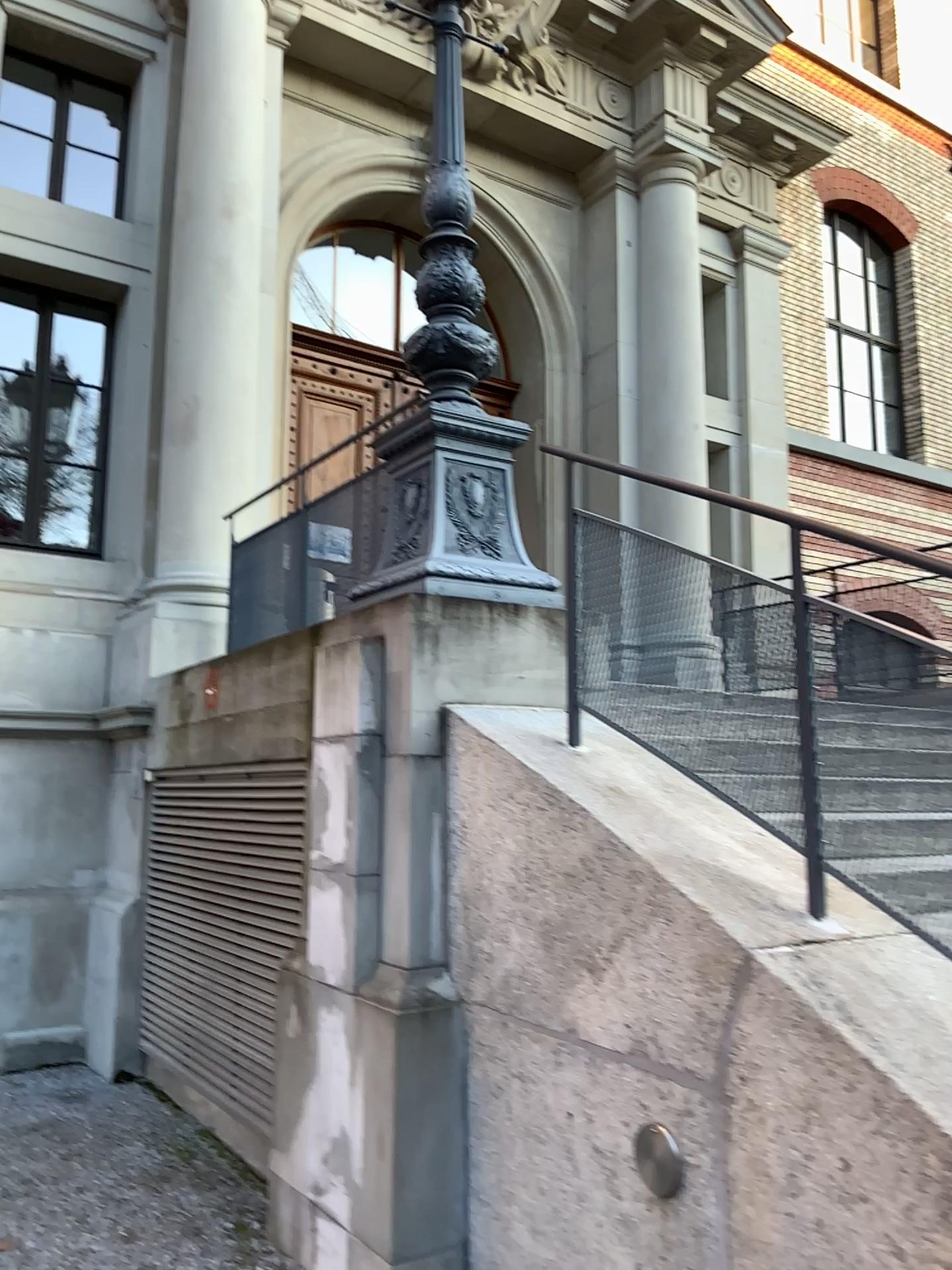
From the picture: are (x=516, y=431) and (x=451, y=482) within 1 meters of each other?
yes

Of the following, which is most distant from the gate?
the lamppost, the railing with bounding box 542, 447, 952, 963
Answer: the railing with bounding box 542, 447, 952, 963

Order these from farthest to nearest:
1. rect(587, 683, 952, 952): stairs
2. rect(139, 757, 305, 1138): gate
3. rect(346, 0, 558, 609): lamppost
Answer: rect(139, 757, 305, 1138): gate < rect(346, 0, 558, 609): lamppost < rect(587, 683, 952, 952): stairs

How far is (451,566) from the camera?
3.82m

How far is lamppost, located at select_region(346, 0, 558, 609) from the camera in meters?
3.8

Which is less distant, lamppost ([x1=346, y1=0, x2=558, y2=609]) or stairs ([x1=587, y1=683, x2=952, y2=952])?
stairs ([x1=587, y1=683, x2=952, y2=952])

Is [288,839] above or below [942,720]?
below

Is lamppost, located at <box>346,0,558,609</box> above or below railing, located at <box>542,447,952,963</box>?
above

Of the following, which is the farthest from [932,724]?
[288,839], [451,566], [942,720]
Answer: [288,839]

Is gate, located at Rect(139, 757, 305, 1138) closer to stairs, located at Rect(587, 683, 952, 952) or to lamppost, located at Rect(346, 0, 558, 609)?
lamppost, located at Rect(346, 0, 558, 609)
